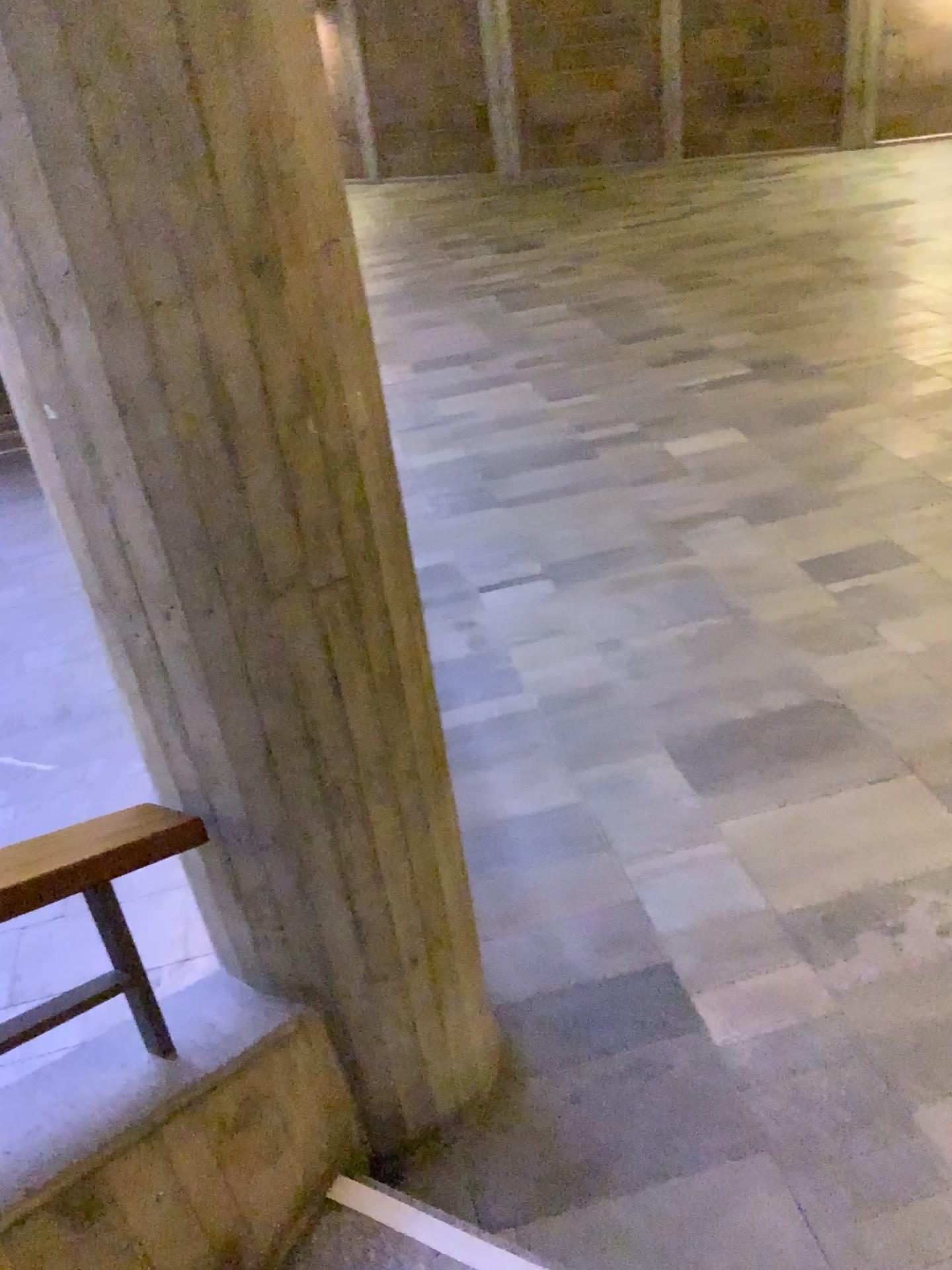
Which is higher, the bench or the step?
the bench

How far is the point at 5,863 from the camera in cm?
142

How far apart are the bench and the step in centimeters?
54cm

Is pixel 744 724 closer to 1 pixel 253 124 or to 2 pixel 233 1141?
2 pixel 233 1141

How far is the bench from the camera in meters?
1.4

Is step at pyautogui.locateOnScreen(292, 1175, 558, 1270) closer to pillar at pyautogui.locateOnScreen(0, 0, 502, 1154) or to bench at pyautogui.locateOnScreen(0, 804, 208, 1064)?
pillar at pyautogui.locateOnScreen(0, 0, 502, 1154)

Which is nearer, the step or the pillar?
the pillar

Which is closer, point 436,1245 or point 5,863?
point 5,863

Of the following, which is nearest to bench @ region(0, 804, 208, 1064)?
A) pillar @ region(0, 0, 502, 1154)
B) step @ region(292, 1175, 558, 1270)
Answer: pillar @ region(0, 0, 502, 1154)

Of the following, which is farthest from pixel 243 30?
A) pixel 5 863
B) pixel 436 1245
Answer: pixel 436 1245
